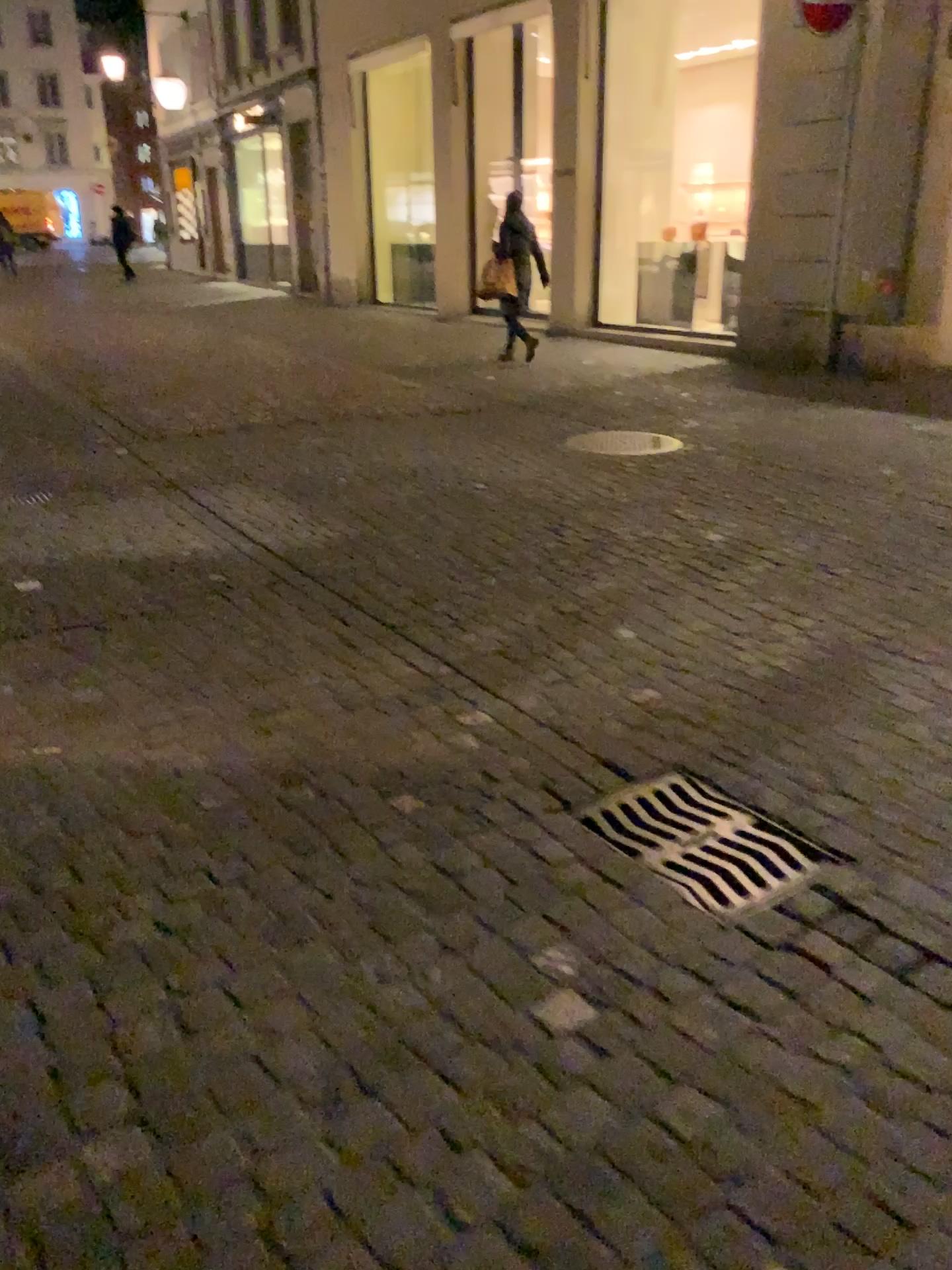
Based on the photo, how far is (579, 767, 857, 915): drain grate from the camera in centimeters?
221cm

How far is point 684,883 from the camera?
2.21m

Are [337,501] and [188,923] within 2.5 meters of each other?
no
